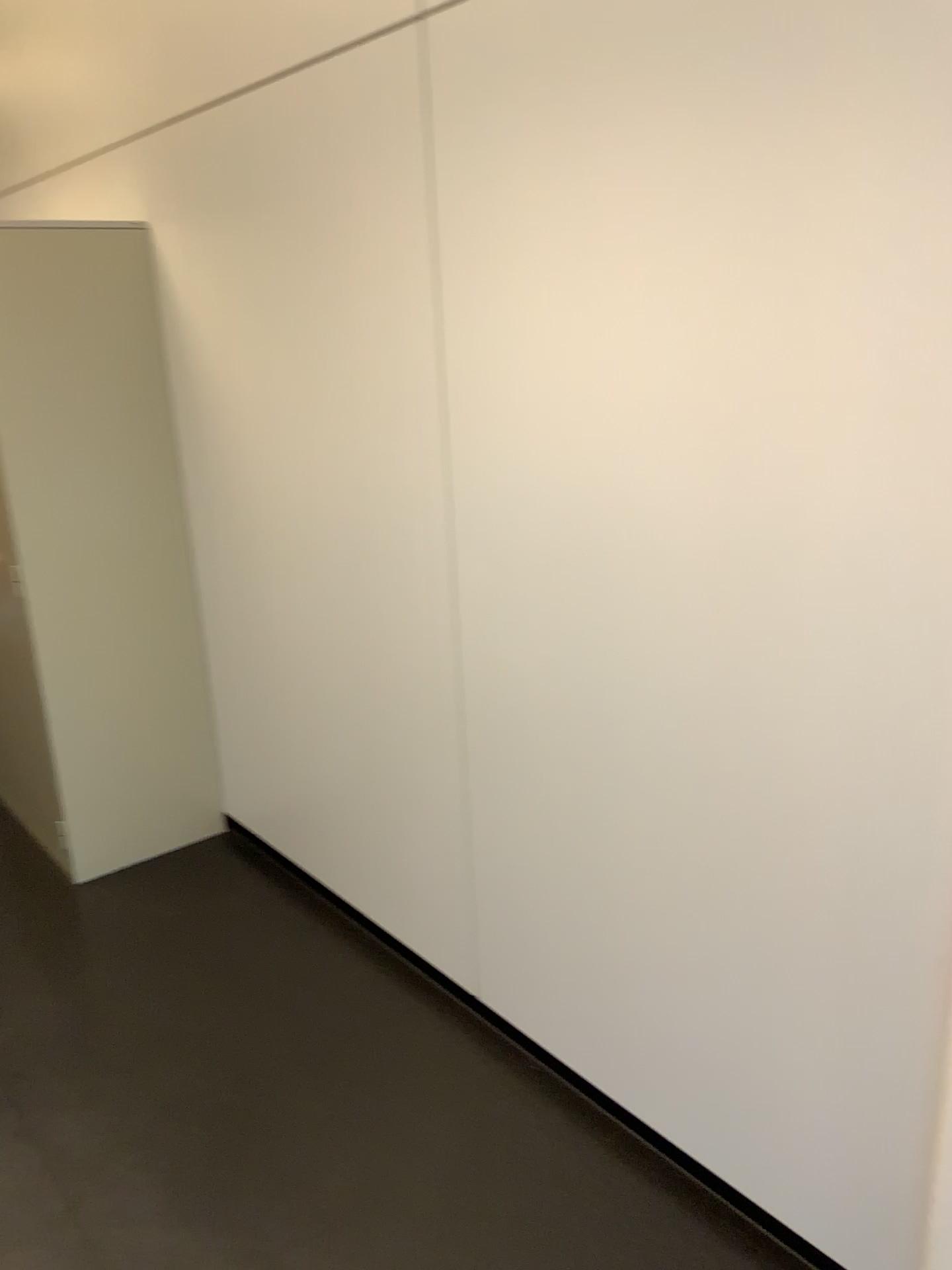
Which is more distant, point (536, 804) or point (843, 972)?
point (536, 804)
